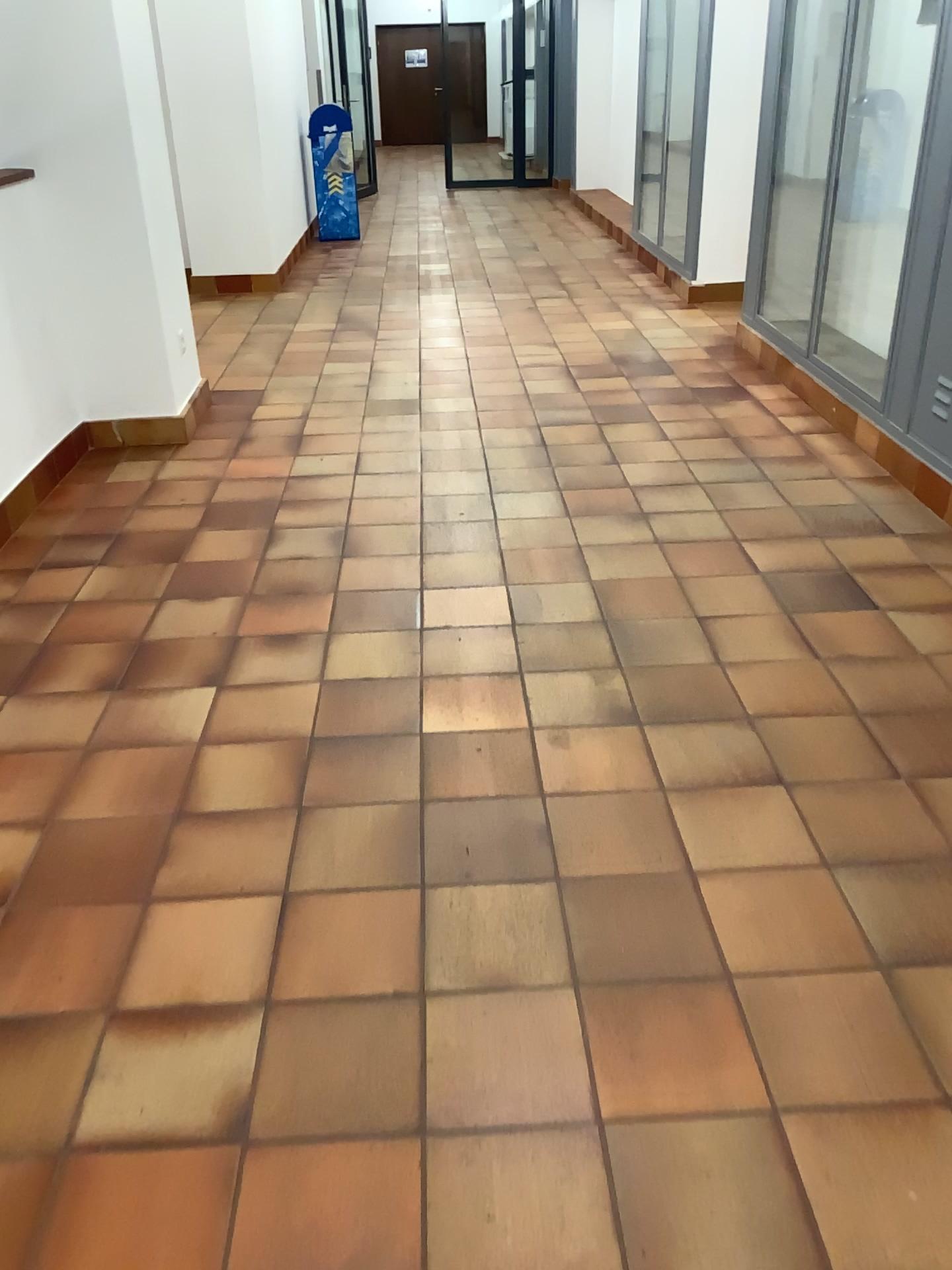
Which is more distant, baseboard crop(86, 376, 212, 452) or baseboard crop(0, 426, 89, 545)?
baseboard crop(86, 376, 212, 452)

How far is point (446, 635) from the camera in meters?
2.8

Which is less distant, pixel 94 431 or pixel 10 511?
pixel 10 511
